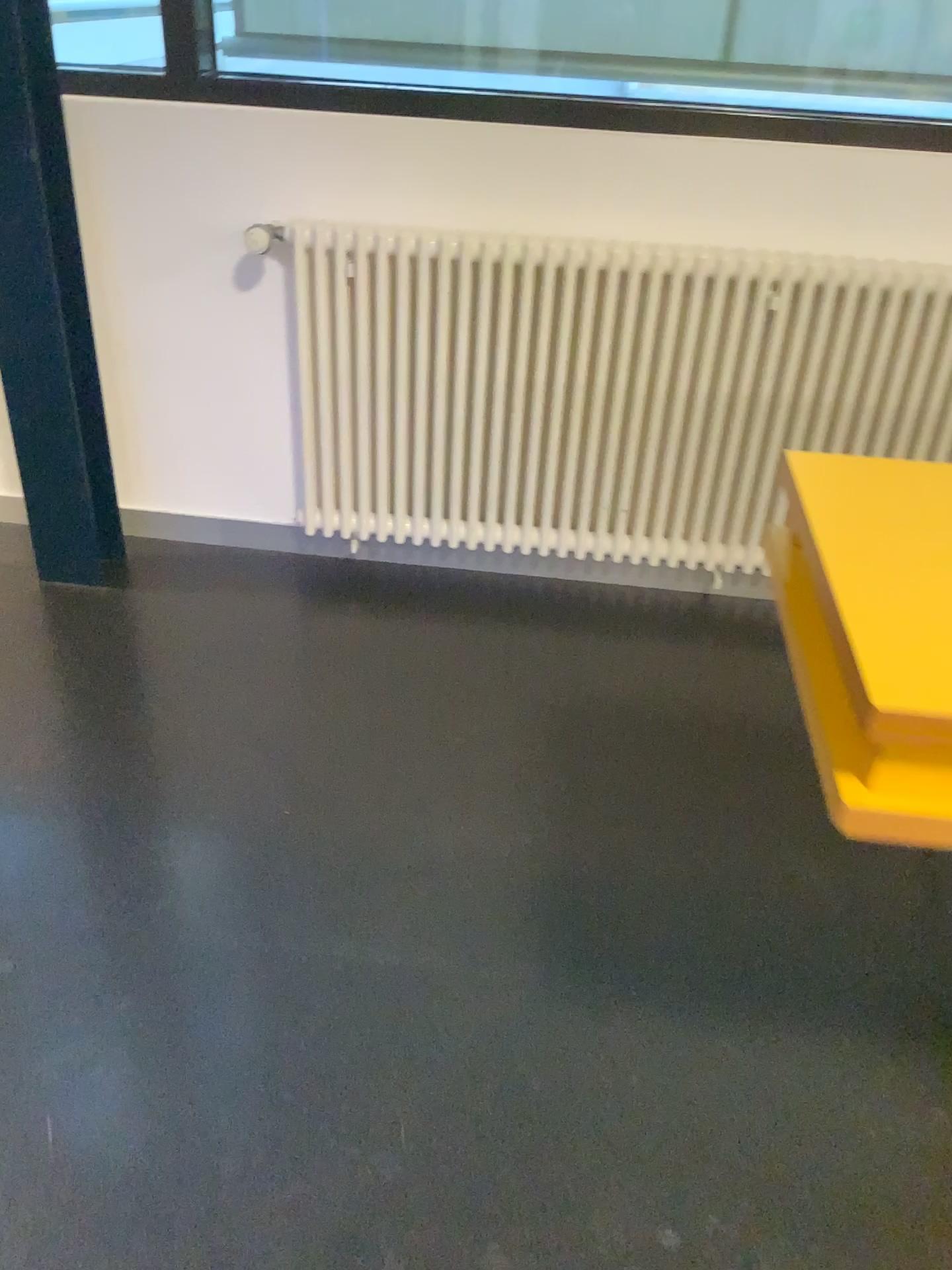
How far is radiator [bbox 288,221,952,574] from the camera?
2.3m

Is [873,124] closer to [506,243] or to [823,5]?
[823,5]

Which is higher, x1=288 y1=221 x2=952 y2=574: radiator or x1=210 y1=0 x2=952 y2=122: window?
x1=210 y1=0 x2=952 y2=122: window

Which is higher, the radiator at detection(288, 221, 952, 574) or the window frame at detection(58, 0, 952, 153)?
the window frame at detection(58, 0, 952, 153)

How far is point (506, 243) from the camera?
2.27m

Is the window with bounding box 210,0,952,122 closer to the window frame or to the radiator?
the window frame

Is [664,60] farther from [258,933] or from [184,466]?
[258,933]

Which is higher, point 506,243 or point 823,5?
point 823,5

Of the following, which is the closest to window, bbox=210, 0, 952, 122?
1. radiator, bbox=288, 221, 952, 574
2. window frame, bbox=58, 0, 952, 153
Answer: window frame, bbox=58, 0, 952, 153
